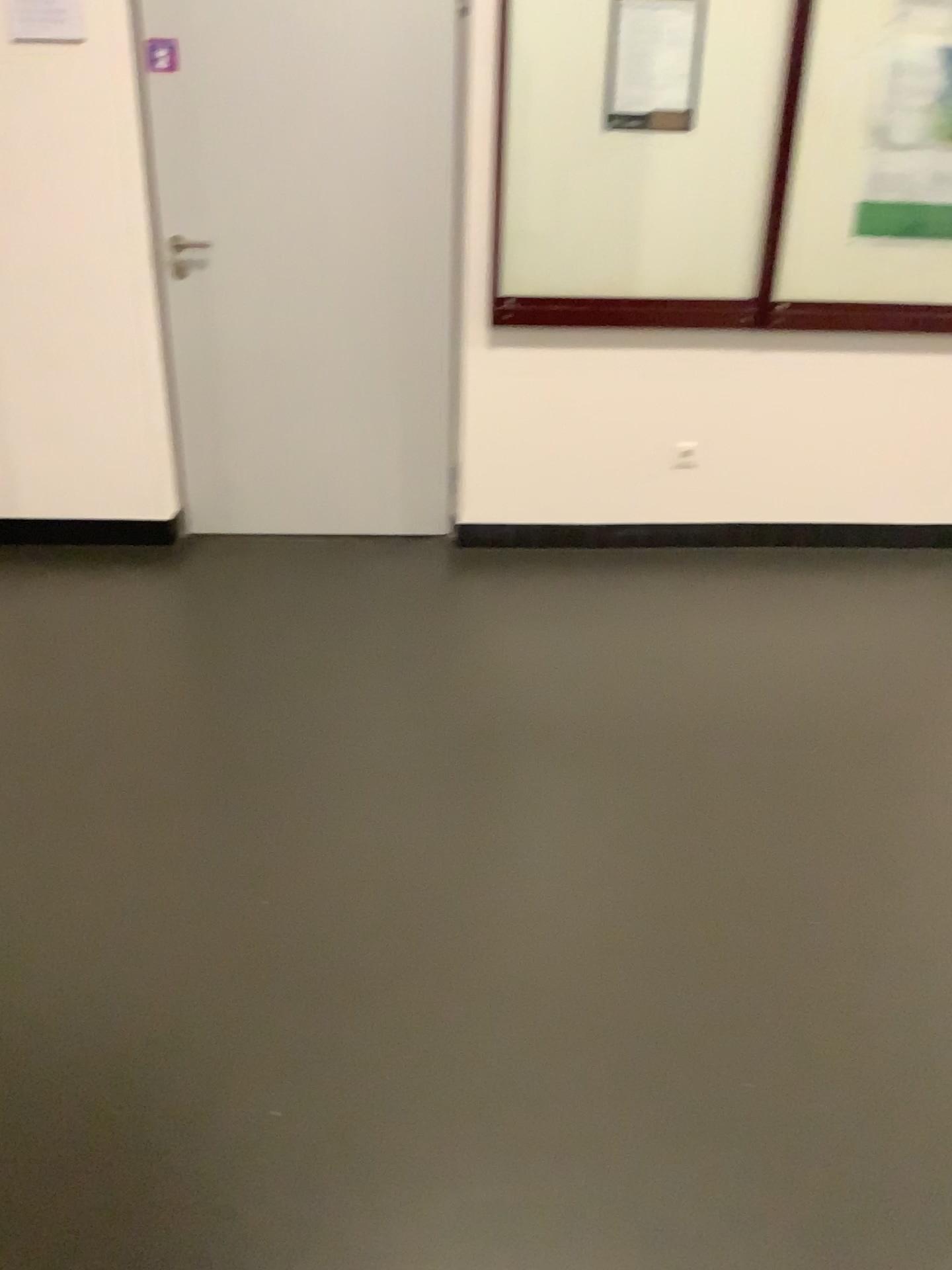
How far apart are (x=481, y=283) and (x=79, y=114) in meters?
1.3 m

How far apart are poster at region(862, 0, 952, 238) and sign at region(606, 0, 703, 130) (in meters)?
0.58

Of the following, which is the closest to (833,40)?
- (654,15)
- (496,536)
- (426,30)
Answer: (654,15)

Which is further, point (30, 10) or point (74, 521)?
point (74, 521)

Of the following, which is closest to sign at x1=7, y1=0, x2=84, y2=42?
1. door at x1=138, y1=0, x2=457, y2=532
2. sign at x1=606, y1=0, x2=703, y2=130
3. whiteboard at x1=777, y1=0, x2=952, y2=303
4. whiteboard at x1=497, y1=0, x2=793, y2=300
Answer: door at x1=138, y1=0, x2=457, y2=532

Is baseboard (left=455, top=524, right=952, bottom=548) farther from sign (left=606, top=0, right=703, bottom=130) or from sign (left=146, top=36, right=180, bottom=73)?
sign (left=146, top=36, right=180, bottom=73)

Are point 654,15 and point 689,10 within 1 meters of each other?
yes

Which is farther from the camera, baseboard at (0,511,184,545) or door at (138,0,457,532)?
baseboard at (0,511,184,545)

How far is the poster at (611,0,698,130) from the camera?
3.2m

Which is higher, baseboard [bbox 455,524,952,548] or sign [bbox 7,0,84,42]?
sign [bbox 7,0,84,42]
